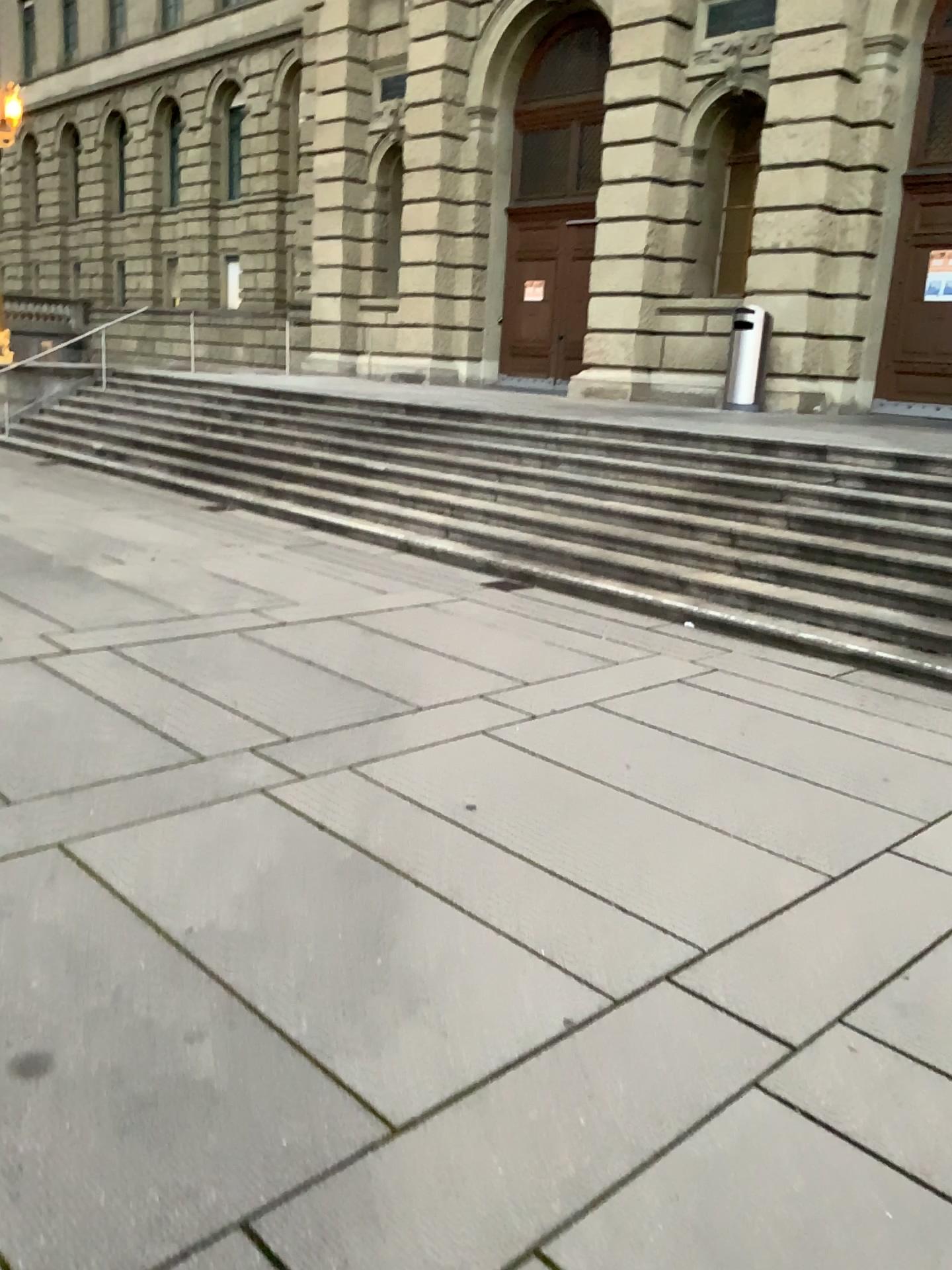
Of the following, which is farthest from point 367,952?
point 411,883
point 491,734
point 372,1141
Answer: point 491,734
